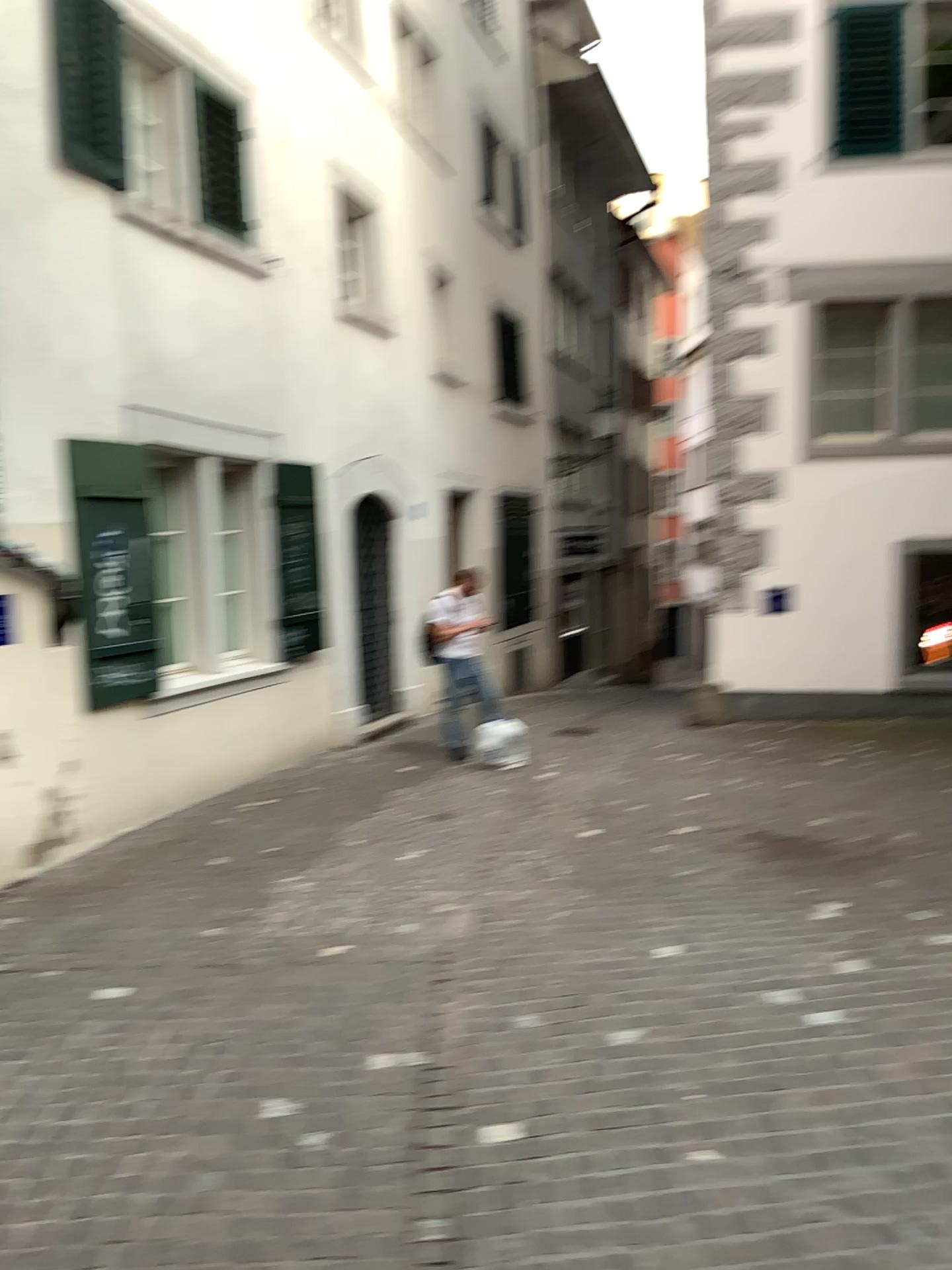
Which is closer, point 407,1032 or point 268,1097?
point 268,1097
